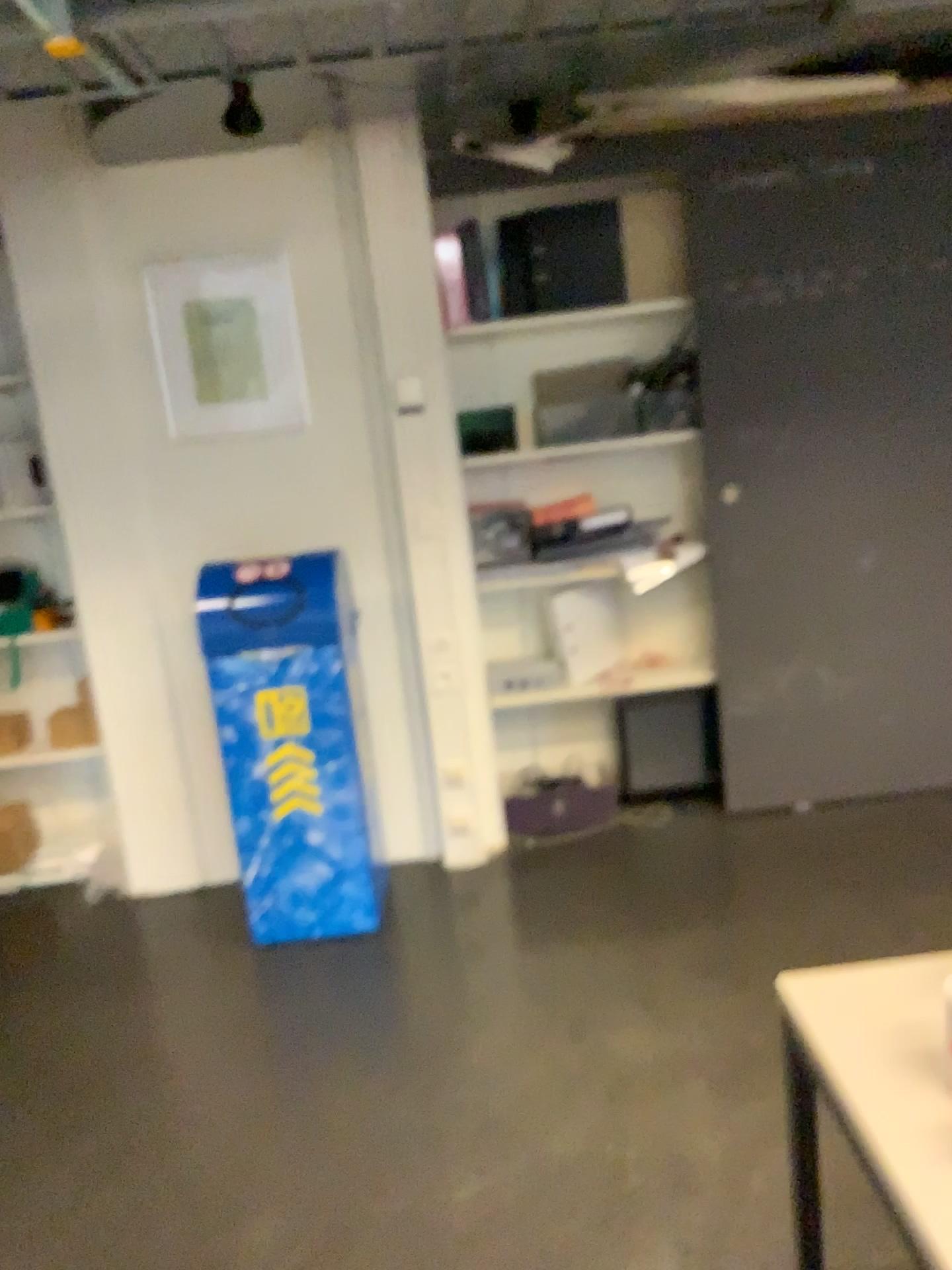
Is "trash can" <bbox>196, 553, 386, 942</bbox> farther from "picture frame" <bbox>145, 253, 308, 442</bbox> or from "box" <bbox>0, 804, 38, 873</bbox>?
"box" <bbox>0, 804, 38, 873</bbox>

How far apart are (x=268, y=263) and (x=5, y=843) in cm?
207

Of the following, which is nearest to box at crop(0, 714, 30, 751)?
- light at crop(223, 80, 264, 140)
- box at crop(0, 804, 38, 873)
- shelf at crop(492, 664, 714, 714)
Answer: box at crop(0, 804, 38, 873)

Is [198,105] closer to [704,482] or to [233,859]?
[704,482]

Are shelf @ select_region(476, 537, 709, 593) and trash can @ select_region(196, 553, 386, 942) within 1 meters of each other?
yes

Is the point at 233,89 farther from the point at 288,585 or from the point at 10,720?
the point at 10,720

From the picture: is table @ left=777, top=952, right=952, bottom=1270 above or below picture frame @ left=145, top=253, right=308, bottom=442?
below

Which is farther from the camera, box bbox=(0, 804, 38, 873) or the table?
box bbox=(0, 804, 38, 873)

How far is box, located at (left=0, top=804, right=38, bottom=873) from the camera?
3.6m

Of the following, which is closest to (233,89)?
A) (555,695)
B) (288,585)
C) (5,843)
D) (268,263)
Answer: (268,263)
